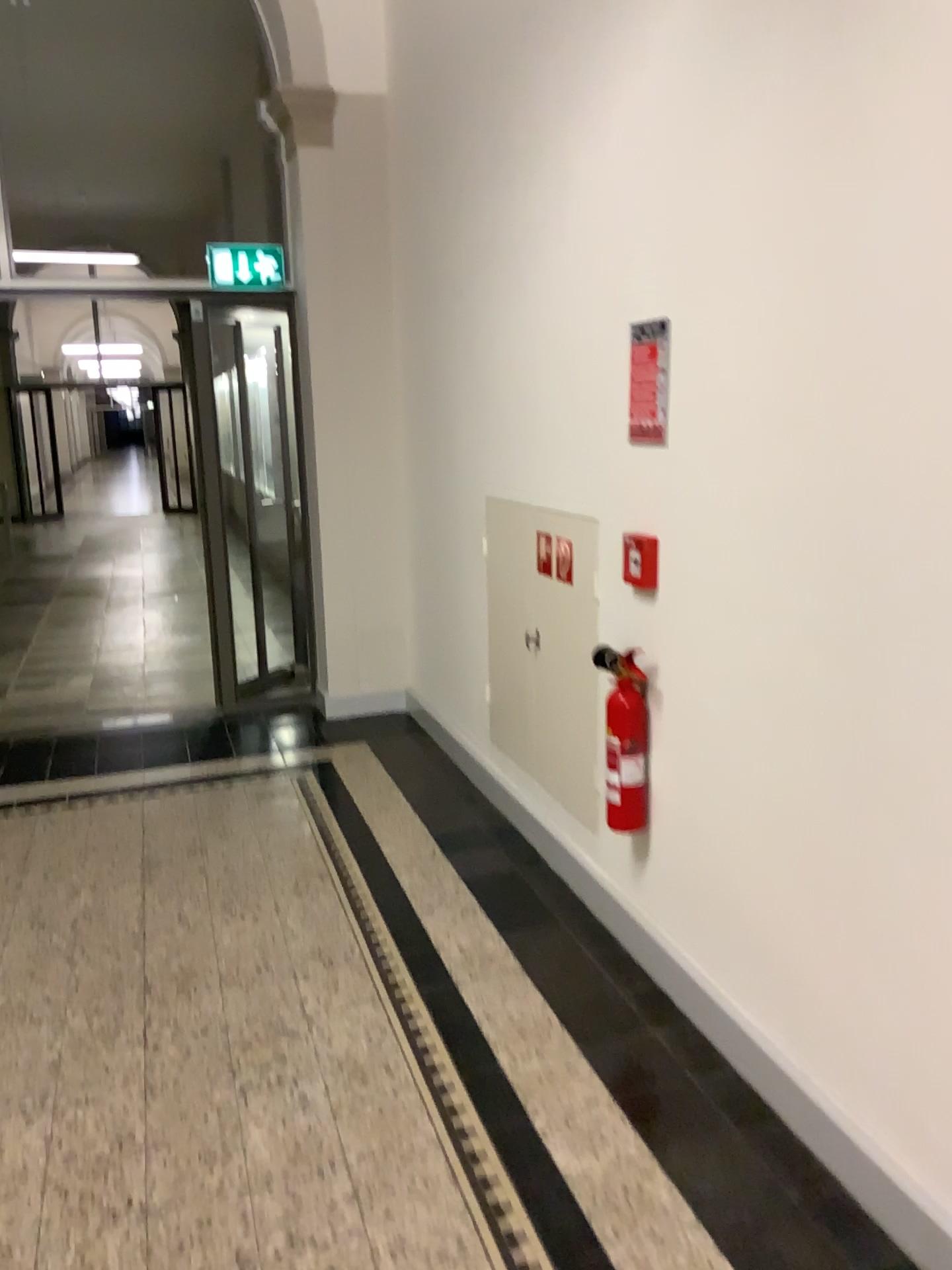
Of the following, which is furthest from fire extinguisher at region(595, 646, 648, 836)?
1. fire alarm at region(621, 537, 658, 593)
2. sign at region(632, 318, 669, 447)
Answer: sign at region(632, 318, 669, 447)

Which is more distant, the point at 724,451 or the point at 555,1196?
the point at 724,451

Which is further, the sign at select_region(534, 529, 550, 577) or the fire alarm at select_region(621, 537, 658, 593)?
the sign at select_region(534, 529, 550, 577)

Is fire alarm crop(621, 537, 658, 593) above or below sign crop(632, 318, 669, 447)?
below

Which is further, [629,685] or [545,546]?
[545,546]

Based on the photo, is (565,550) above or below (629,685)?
above

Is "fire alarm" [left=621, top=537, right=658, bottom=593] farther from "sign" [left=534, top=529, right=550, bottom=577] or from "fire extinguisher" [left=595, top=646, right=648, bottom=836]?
"sign" [left=534, top=529, right=550, bottom=577]

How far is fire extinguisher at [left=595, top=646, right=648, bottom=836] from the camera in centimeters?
281cm

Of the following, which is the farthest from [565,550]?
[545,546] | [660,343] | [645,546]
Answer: [660,343]

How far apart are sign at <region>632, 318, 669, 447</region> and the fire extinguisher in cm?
59
